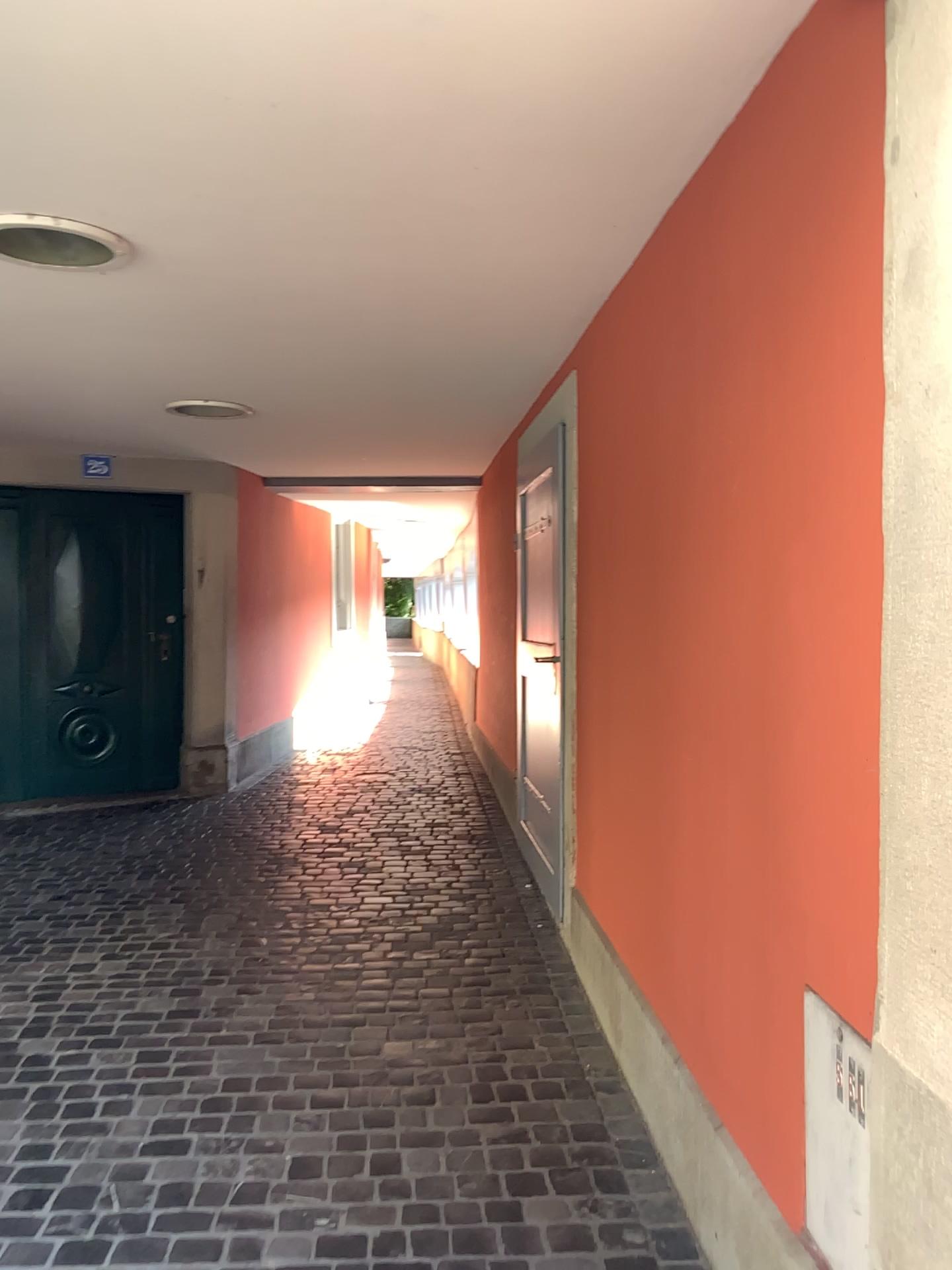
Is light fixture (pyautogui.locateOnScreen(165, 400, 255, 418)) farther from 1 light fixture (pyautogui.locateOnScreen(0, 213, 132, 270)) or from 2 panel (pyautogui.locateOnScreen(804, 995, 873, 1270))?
2 panel (pyautogui.locateOnScreen(804, 995, 873, 1270))

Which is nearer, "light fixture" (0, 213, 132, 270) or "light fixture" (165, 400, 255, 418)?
"light fixture" (0, 213, 132, 270)

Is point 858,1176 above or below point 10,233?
below

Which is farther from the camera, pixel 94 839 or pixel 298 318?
pixel 94 839

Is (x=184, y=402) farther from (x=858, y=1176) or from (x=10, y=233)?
(x=858, y=1176)

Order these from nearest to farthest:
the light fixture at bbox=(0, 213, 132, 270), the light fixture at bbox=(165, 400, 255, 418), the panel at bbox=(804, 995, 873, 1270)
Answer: the panel at bbox=(804, 995, 873, 1270) → the light fixture at bbox=(0, 213, 132, 270) → the light fixture at bbox=(165, 400, 255, 418)

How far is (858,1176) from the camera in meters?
1.4 m

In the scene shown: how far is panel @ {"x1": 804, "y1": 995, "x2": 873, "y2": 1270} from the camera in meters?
1.4

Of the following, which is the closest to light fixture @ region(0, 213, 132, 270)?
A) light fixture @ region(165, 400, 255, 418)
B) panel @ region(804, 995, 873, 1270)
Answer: light fixture @ region(165, 400, 255, 418)

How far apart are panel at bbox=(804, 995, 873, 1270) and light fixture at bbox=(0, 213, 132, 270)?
2.2 meters
